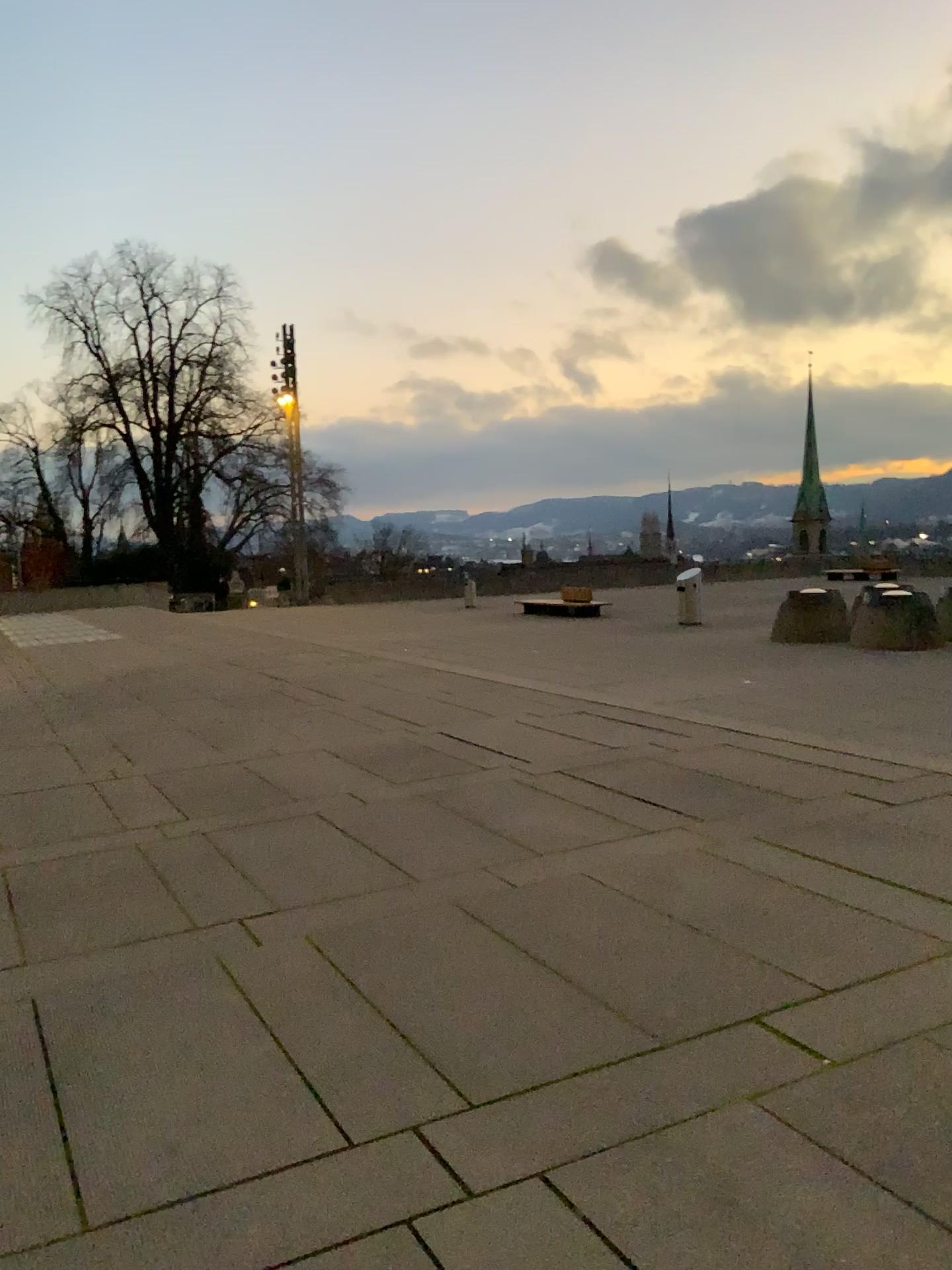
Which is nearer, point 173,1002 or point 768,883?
point 173,1002
